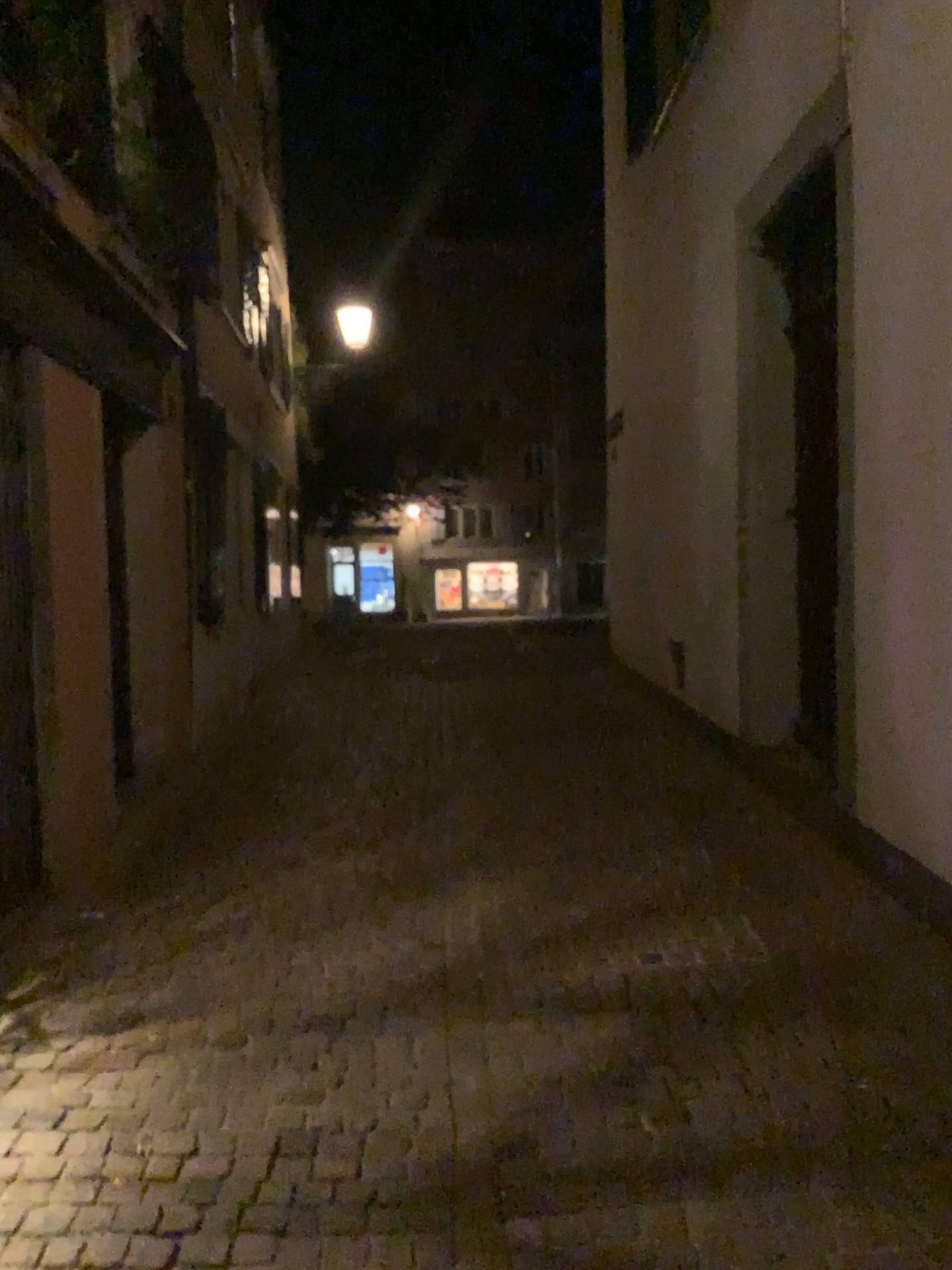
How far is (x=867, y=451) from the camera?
4.21m
